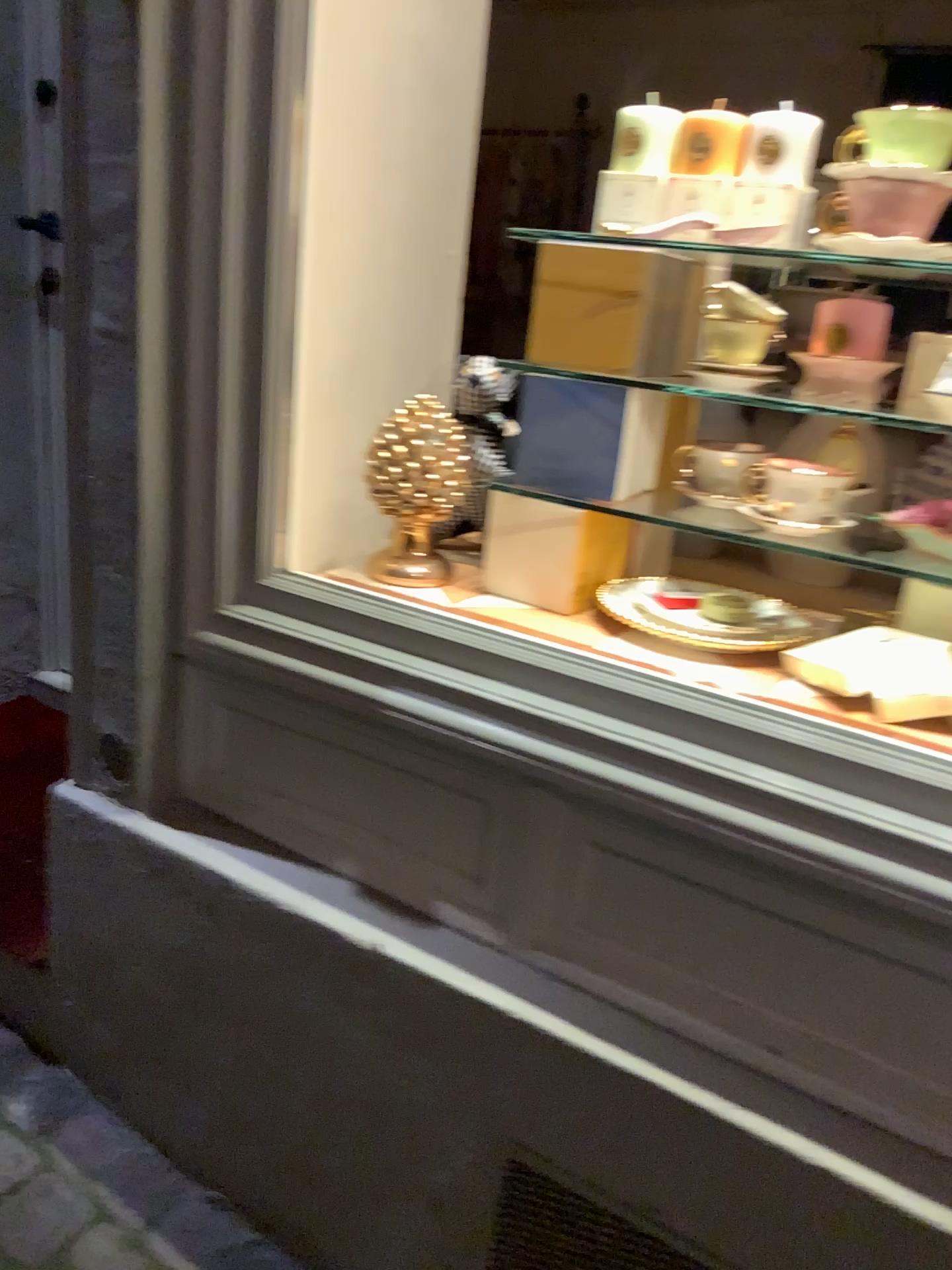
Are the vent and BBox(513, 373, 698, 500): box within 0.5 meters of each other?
no

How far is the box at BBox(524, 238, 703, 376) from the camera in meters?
1.2 m

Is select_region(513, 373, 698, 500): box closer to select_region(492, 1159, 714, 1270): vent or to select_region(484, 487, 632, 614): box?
select_region(484, 487, 632, 614): box

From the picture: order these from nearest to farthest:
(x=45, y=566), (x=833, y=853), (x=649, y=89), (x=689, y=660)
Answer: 1. (x=833, y=853)
2. (x=689, y=660)
3. (x=45, y=566)
4. (x=649, y=89)

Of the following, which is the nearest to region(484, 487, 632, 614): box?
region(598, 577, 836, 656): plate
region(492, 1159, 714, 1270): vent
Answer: region(598, 577, 836, 656): plate

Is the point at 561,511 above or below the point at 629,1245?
above

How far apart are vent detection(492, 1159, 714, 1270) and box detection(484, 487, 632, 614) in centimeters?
65cm

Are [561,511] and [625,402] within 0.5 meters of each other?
yes

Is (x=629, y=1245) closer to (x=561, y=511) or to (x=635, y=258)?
(x=561, y=511)

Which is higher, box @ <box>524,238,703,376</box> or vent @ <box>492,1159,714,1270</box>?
box @ <box>524,238,703,376</box>
